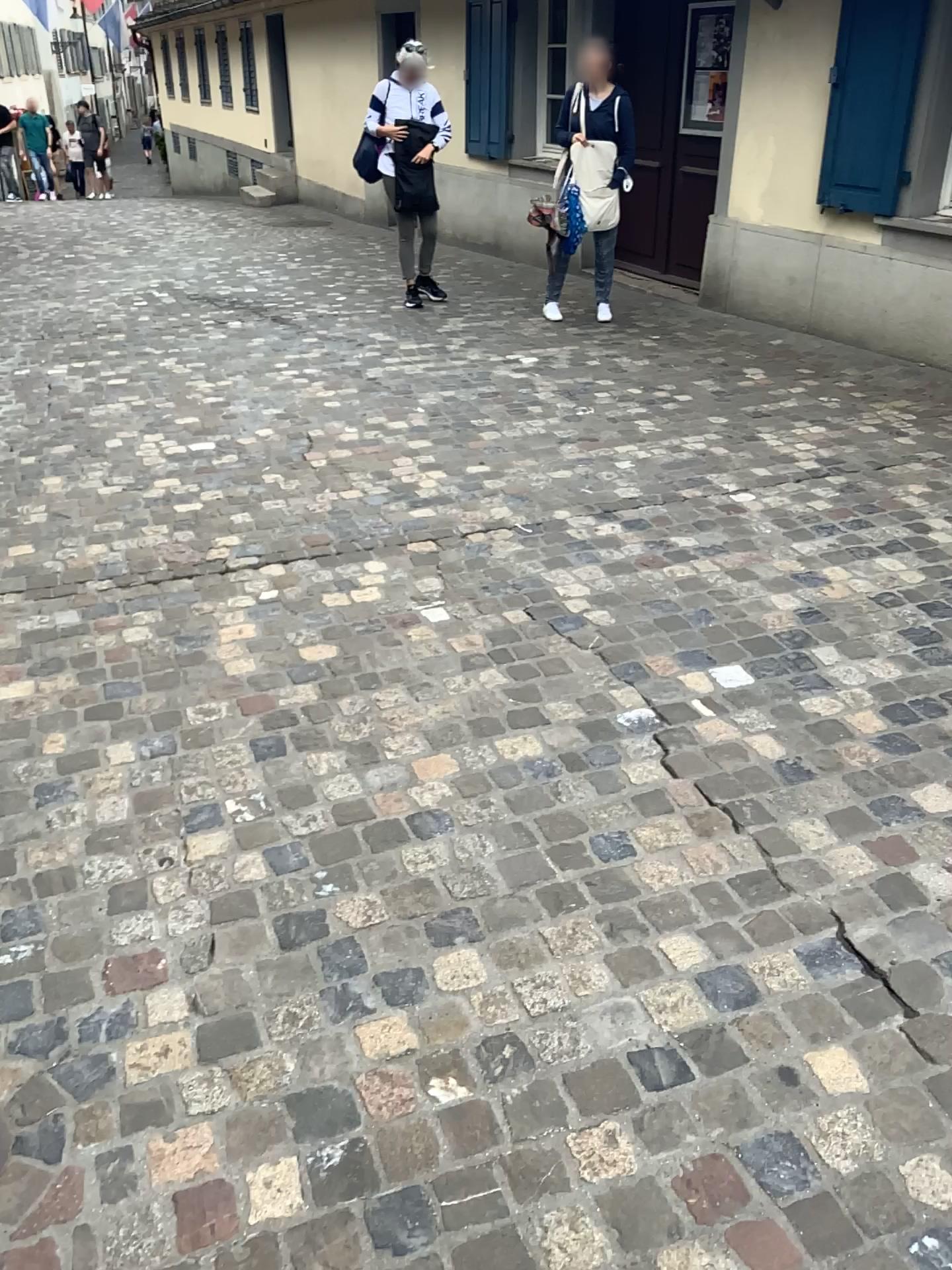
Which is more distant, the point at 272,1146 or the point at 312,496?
the point at 312,496
